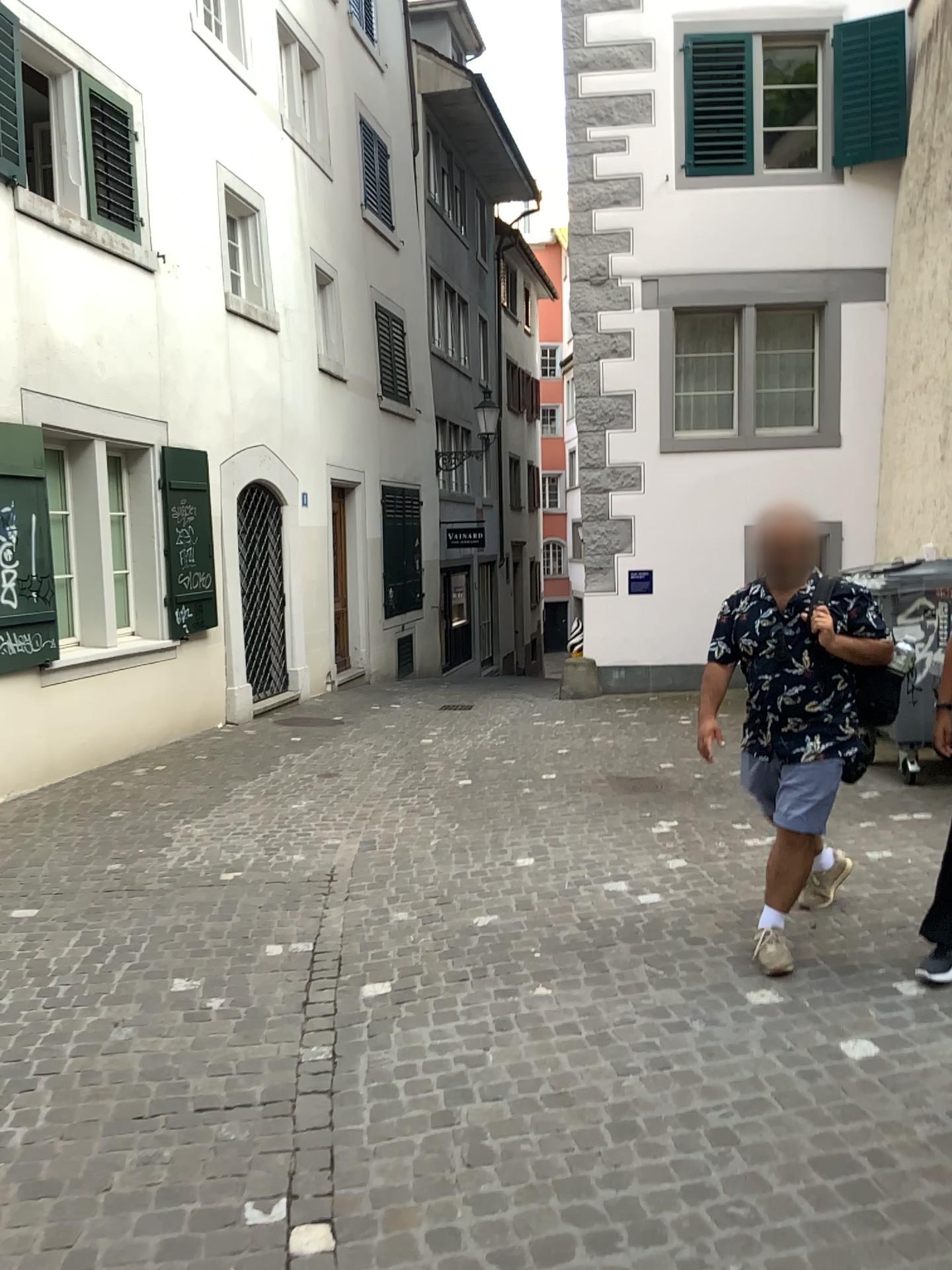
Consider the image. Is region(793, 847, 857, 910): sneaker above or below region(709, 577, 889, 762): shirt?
below

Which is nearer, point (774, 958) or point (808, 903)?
point (774, 958)

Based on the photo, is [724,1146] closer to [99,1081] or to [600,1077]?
[600,1077]

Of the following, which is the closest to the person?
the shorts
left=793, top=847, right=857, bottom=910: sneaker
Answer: the shorts

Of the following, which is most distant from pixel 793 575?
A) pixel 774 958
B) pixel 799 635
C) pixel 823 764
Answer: pixel 774 958

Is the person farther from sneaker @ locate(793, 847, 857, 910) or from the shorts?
sneaker @ locate(793, 847, 857, 910)

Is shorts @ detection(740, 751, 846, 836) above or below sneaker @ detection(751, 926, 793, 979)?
above

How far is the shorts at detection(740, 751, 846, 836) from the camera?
3.74m

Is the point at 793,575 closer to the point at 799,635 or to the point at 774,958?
the point at 799,635

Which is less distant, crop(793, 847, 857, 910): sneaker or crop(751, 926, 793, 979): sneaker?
crop(751, 926, 793, 979): sneaker
